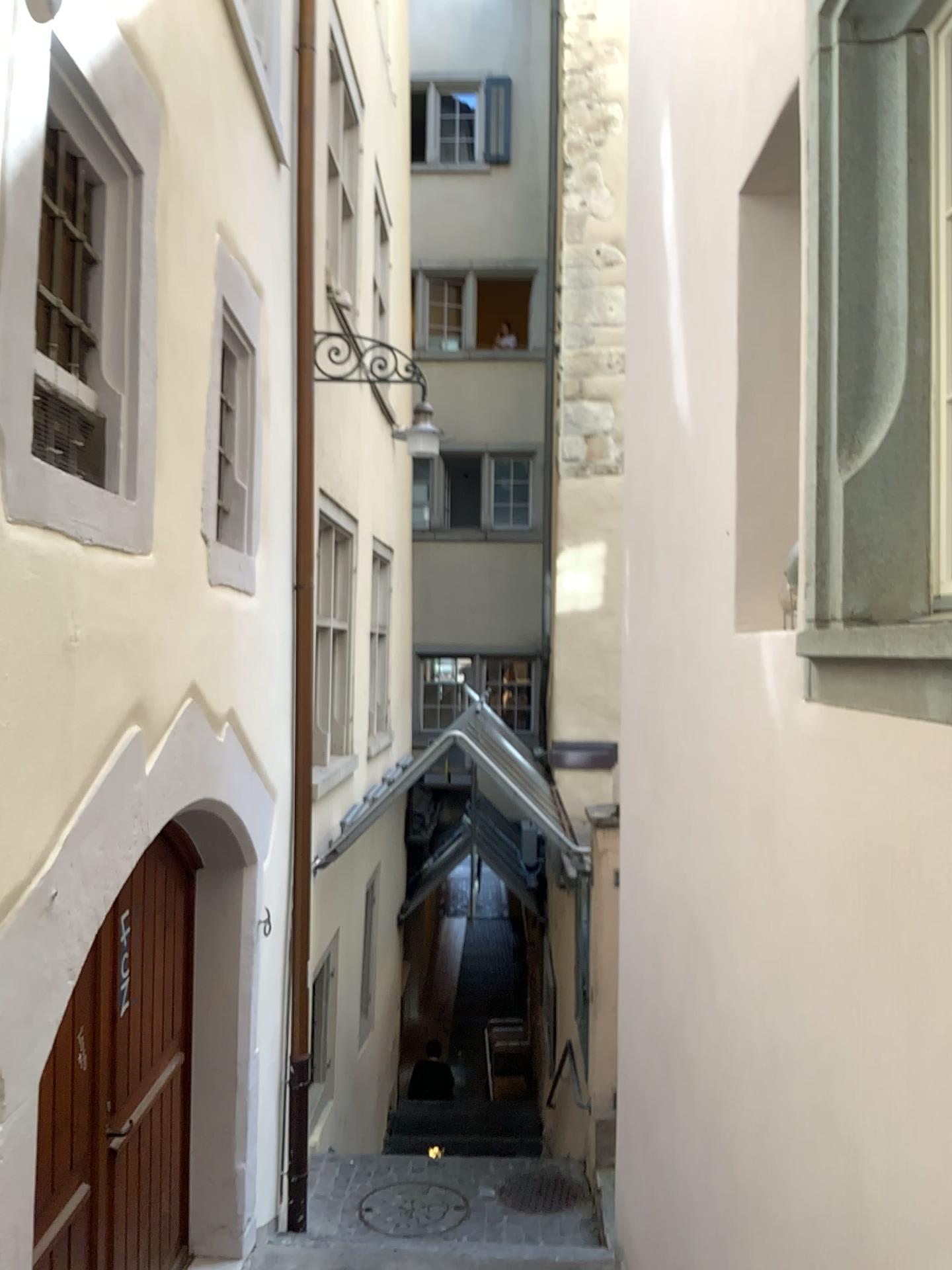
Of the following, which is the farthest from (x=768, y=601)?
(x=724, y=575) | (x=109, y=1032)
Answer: (x=109, y=1032)

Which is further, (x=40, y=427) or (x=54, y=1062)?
(x=54, y=1062)

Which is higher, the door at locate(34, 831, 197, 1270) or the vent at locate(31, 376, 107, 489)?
the vent at locate(31, 376, 107, 489)

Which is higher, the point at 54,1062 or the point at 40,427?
the point at 40,427

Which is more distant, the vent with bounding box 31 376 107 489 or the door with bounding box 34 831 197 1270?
the door with bounding box 34 831 197 1270
